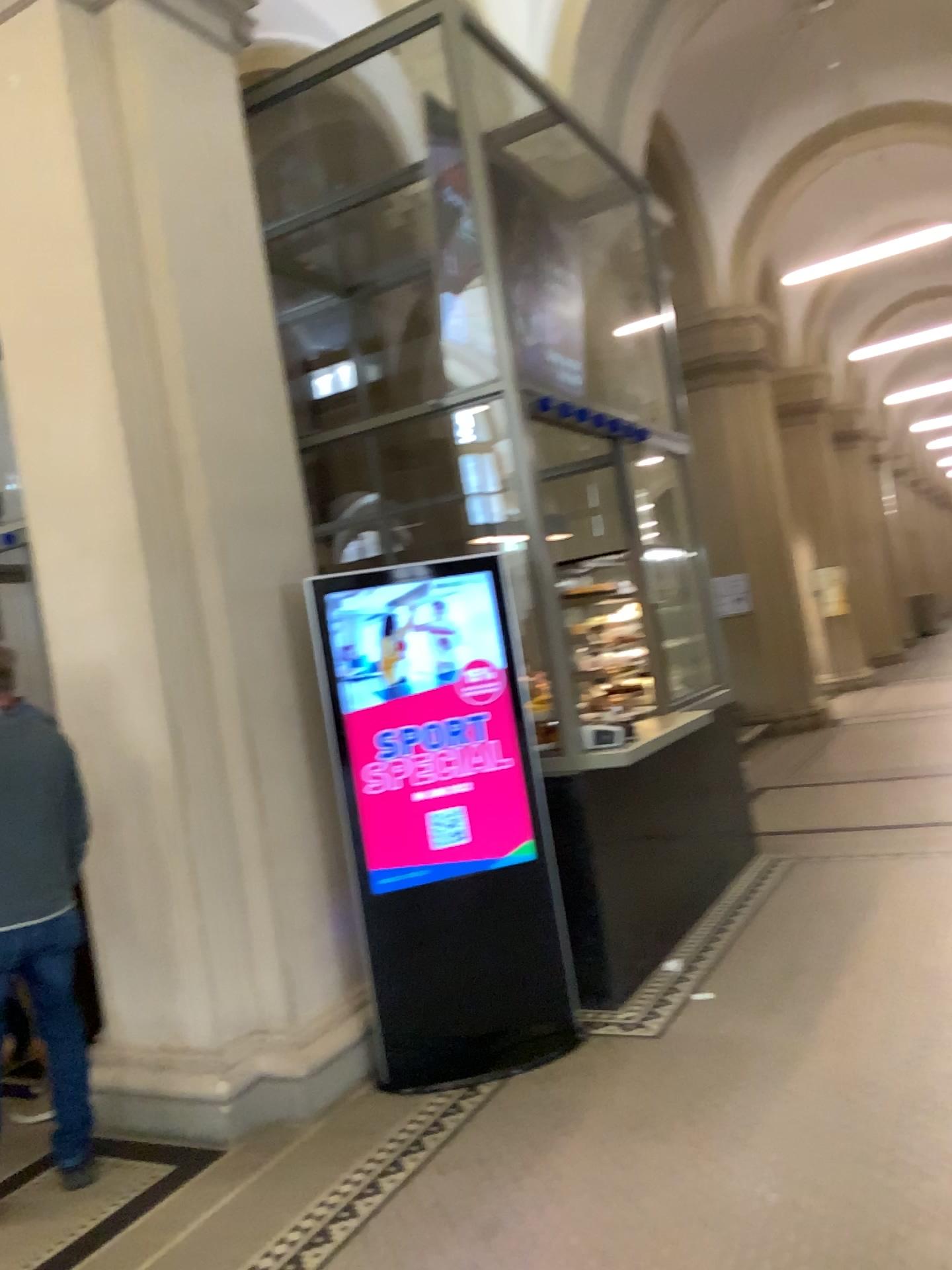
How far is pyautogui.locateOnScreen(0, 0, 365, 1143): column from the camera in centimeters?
361cm

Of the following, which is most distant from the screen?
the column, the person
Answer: the person

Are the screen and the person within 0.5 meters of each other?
no

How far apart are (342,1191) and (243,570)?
2.0 meters

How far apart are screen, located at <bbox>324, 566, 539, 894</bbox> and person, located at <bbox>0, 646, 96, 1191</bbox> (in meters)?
0.94

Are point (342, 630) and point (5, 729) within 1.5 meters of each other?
yes

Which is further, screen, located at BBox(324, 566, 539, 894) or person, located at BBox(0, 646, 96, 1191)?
screen, located at BBox(324, 566, 539, 894)

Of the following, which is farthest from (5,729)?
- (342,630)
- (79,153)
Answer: (79,153)

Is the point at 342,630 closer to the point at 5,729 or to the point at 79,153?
the point at 5,729

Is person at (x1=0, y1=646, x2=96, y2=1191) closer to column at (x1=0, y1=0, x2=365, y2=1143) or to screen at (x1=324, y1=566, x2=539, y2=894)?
column at (x1=0, y1=0, x2=365, y2=1143)
